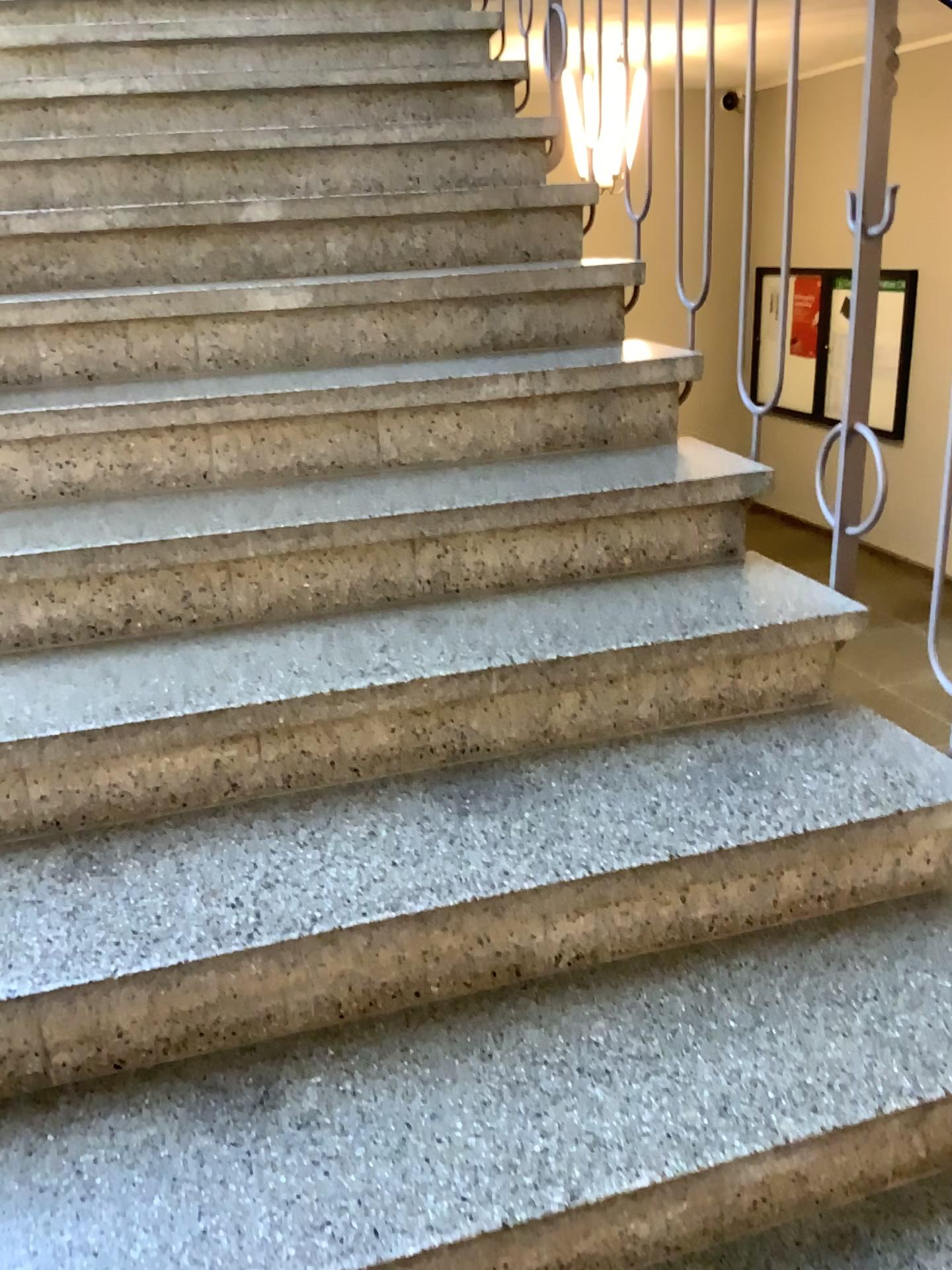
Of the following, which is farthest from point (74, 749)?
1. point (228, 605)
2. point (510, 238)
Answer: point (510, 238)
